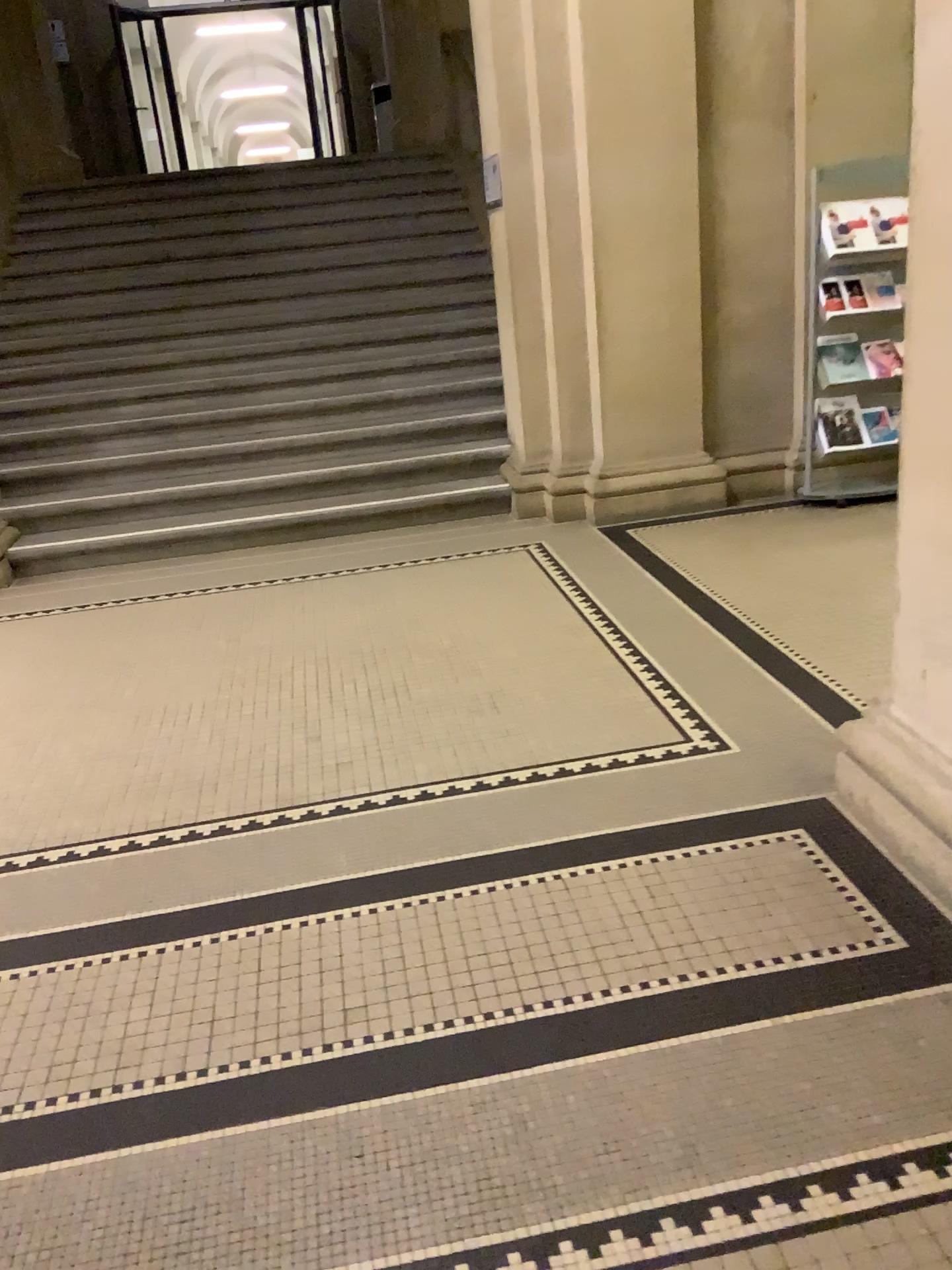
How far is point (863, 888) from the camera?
2.3 meters
